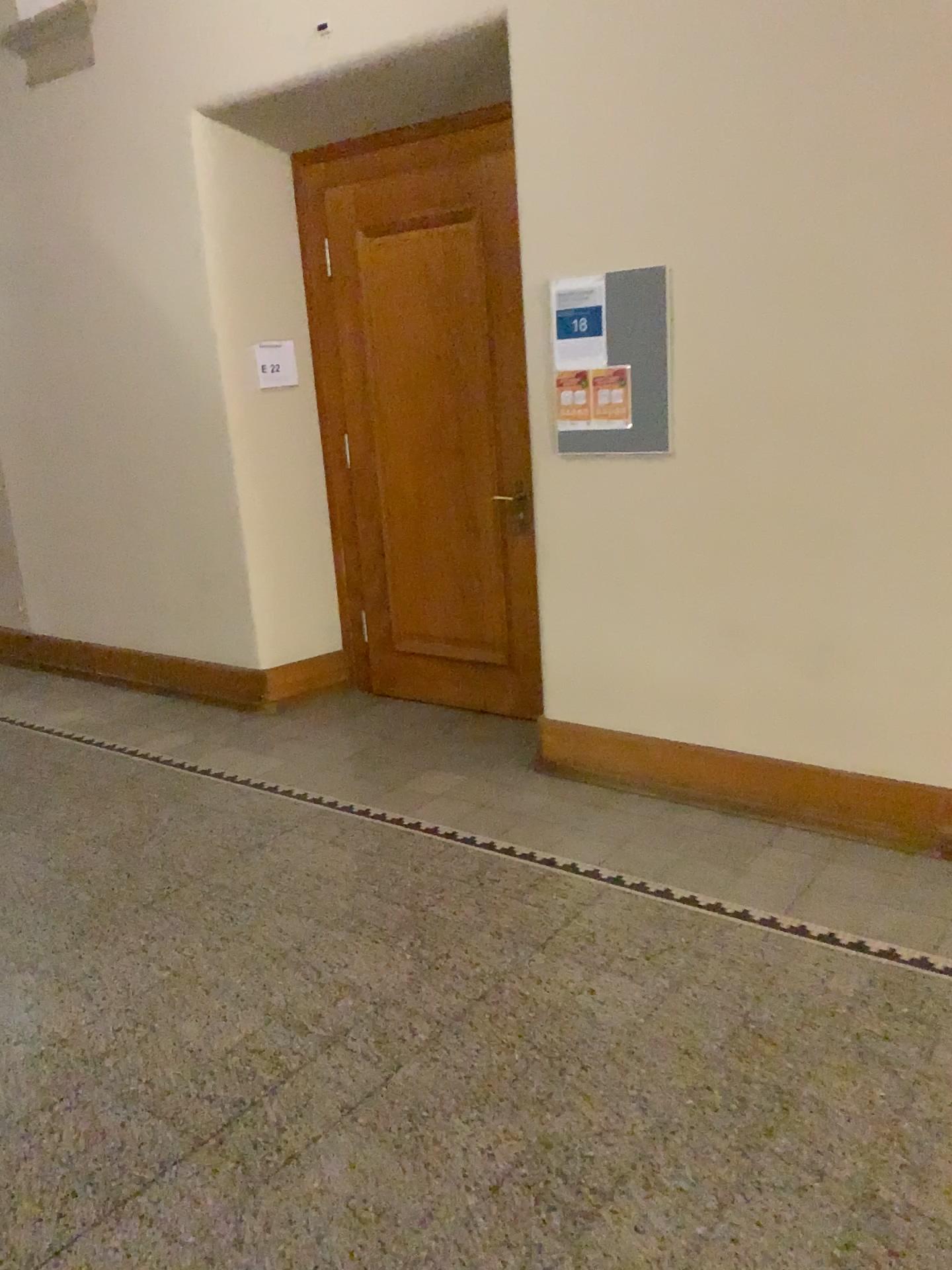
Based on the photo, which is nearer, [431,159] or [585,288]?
[585,288]

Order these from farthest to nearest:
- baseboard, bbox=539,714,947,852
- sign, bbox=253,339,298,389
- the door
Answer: sign, bbox=253,339,298,389 → the door → baseboard, bbox=539,714,947,852

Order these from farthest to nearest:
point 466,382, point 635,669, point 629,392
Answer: point 466,382, point 635,669, point 629,392

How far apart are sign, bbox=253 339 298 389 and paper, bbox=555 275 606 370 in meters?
1.7 m

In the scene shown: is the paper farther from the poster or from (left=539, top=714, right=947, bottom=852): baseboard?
(left=539, top=714, right=947, bottom=852): baseboard

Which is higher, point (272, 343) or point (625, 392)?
point (272, 343)

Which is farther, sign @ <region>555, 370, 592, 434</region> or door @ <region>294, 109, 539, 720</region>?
door @ <region>294, 109, 539, 720</region>

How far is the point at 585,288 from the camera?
3.54m

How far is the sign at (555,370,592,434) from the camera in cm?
364

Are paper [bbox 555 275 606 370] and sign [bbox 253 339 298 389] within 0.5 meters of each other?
no
